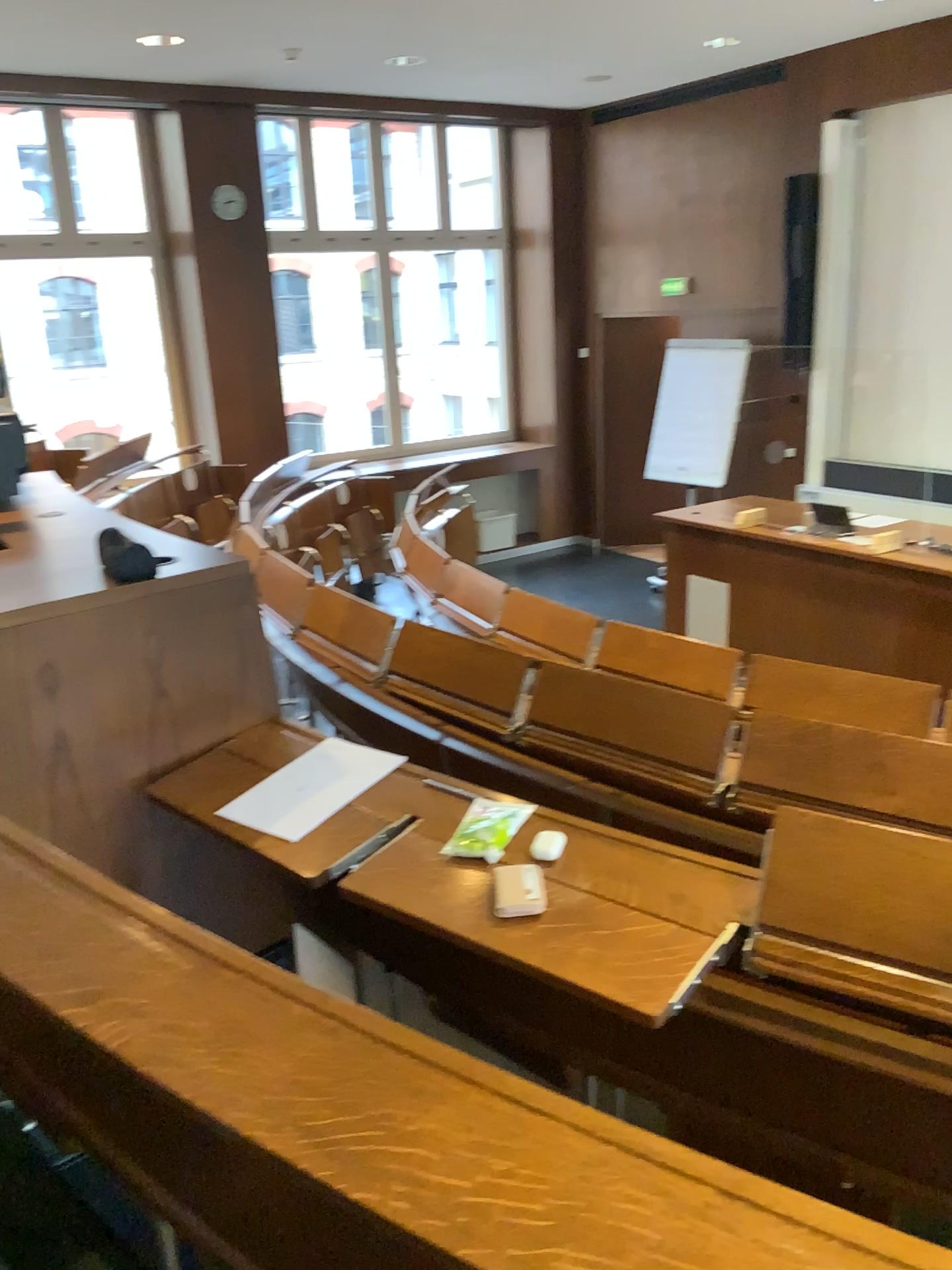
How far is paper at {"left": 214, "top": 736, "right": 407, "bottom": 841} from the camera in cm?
188

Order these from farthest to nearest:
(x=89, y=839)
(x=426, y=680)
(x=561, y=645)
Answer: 1. (x=561, y=645)
2. (x=426, y=680)
3. (x=89, y=839)

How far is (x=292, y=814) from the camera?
1.9m
